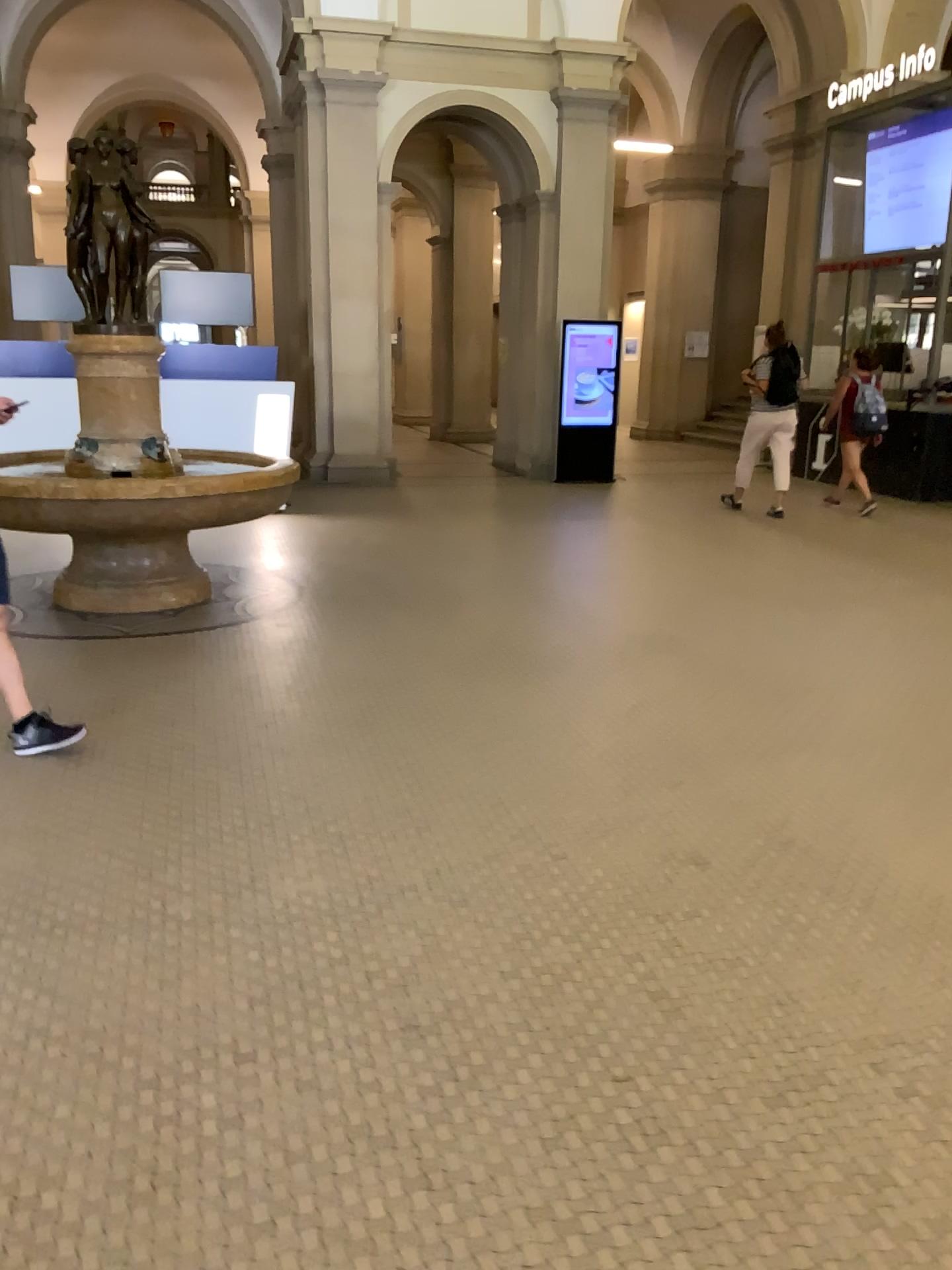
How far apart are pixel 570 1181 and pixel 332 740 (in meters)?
2.33

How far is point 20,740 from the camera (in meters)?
3.80

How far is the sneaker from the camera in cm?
380
